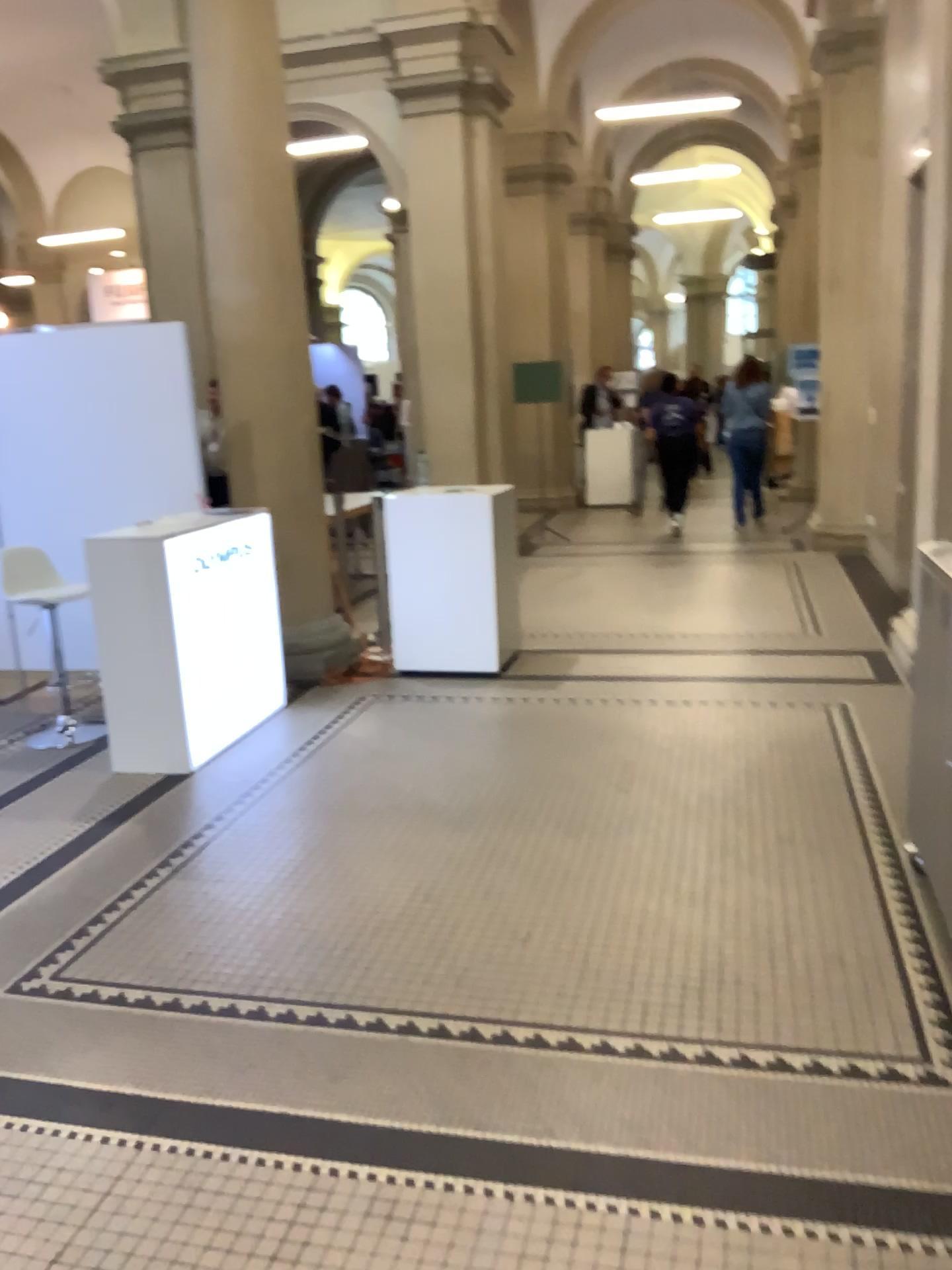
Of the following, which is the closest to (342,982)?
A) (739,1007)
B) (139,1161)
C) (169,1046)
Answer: (169,1046)
